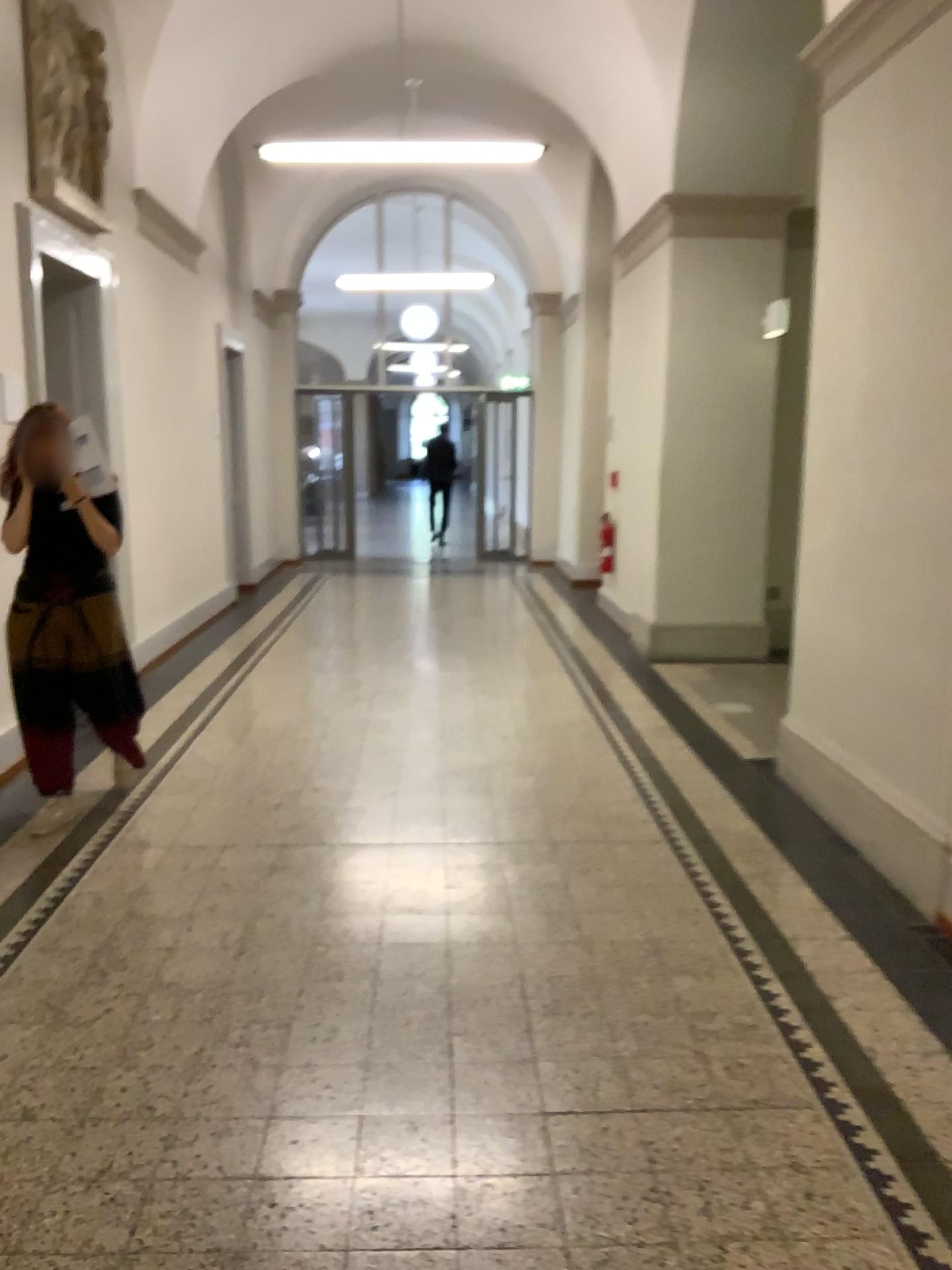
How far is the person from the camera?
4.0 meters

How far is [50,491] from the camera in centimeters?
398cm

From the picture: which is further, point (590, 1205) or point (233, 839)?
point (233, 839)
